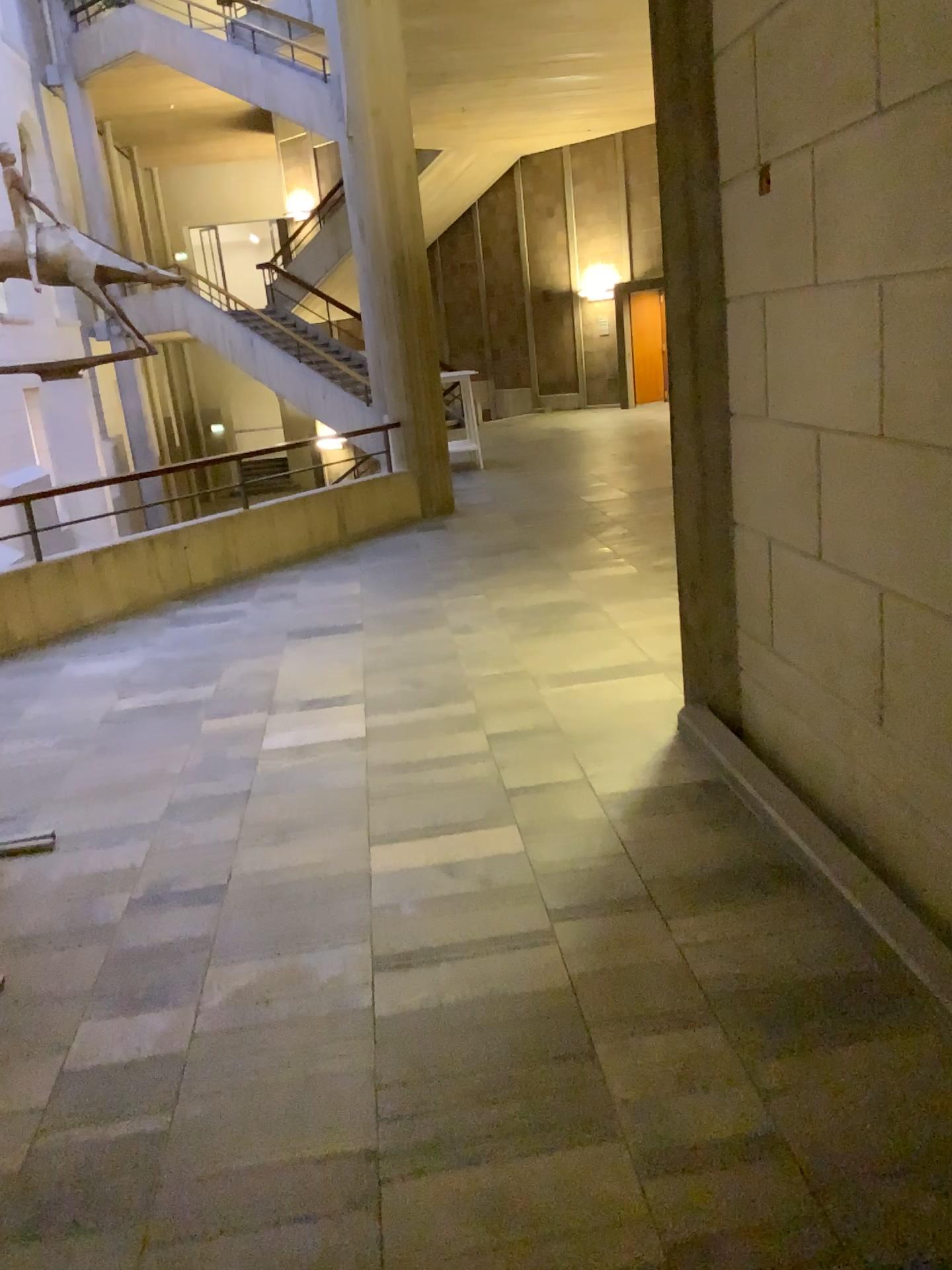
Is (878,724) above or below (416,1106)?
Answer: above
